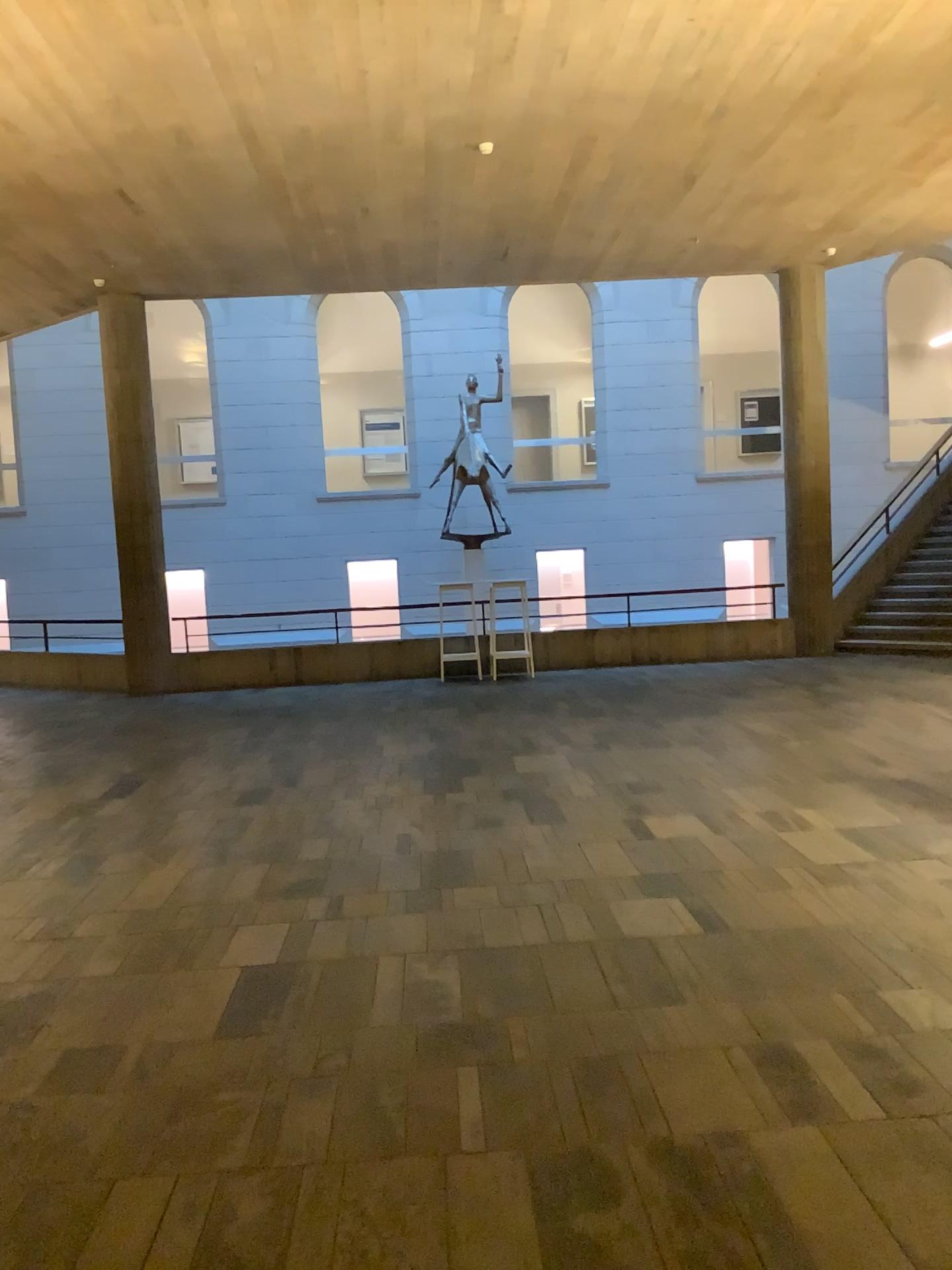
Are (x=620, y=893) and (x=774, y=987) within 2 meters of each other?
yes
